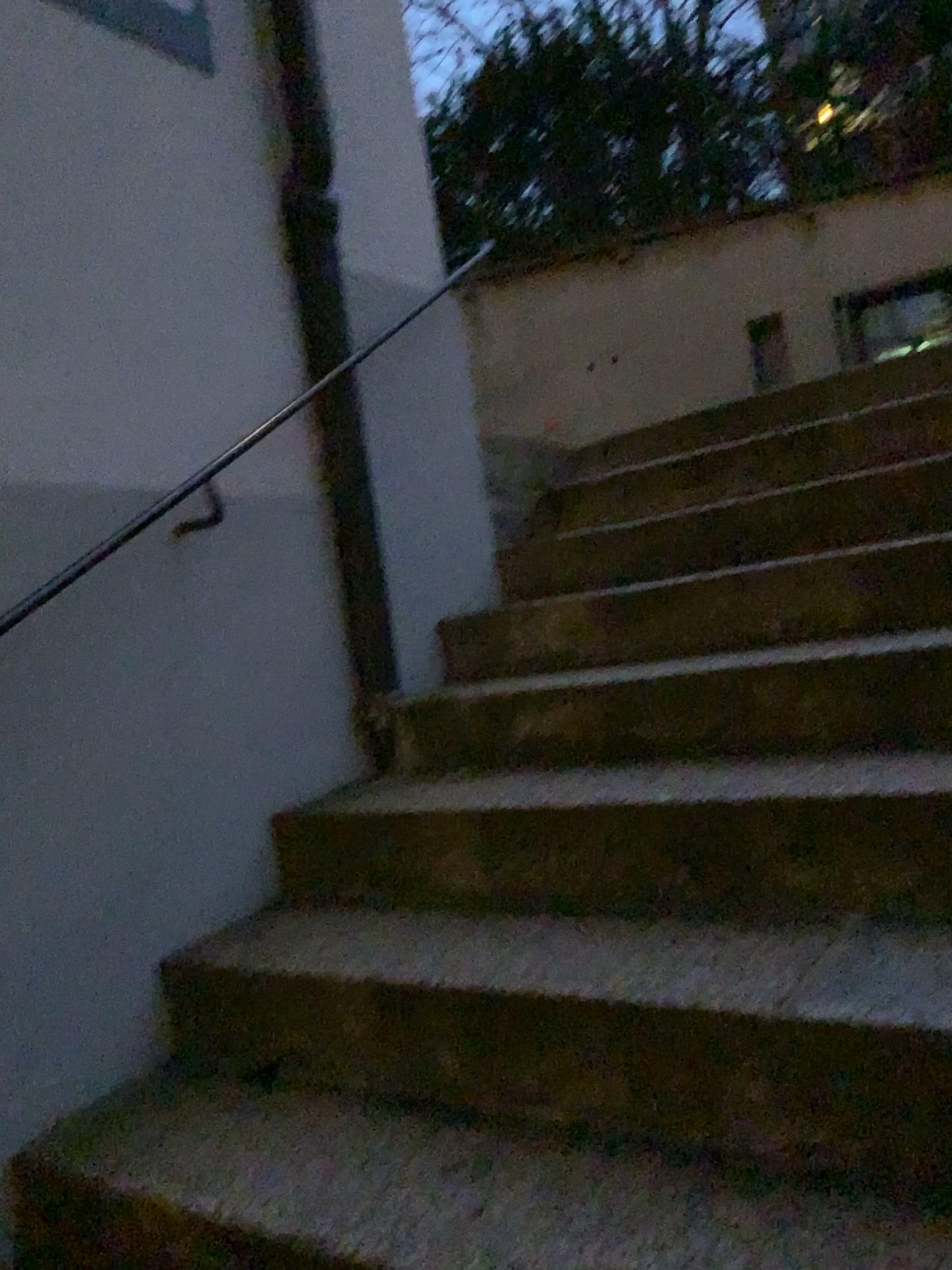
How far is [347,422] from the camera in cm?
252
